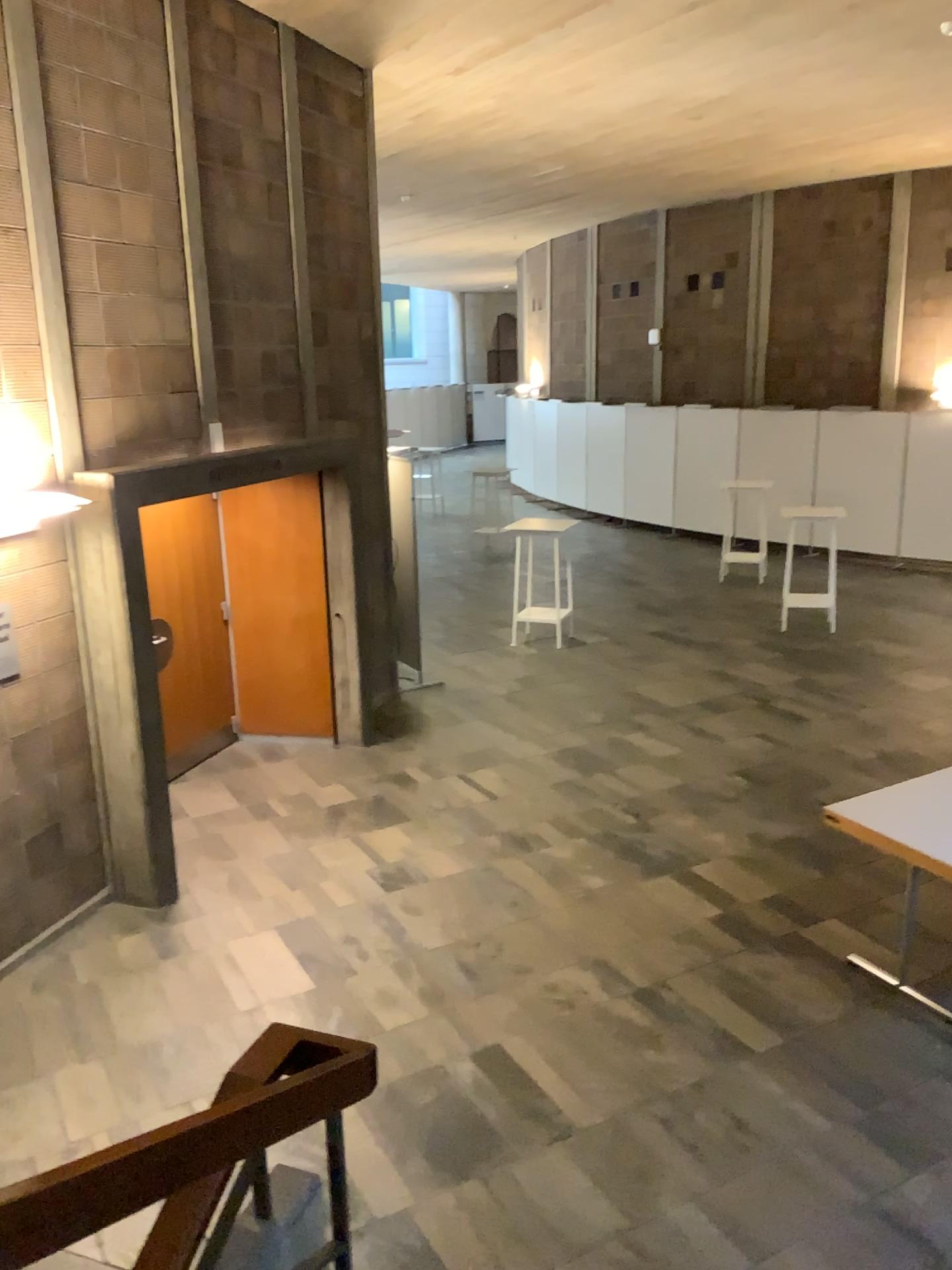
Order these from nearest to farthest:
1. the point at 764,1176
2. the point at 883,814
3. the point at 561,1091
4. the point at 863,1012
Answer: the point at 764,1176, the point at 561,1091, the point at 863,1012, the point at 883,814
